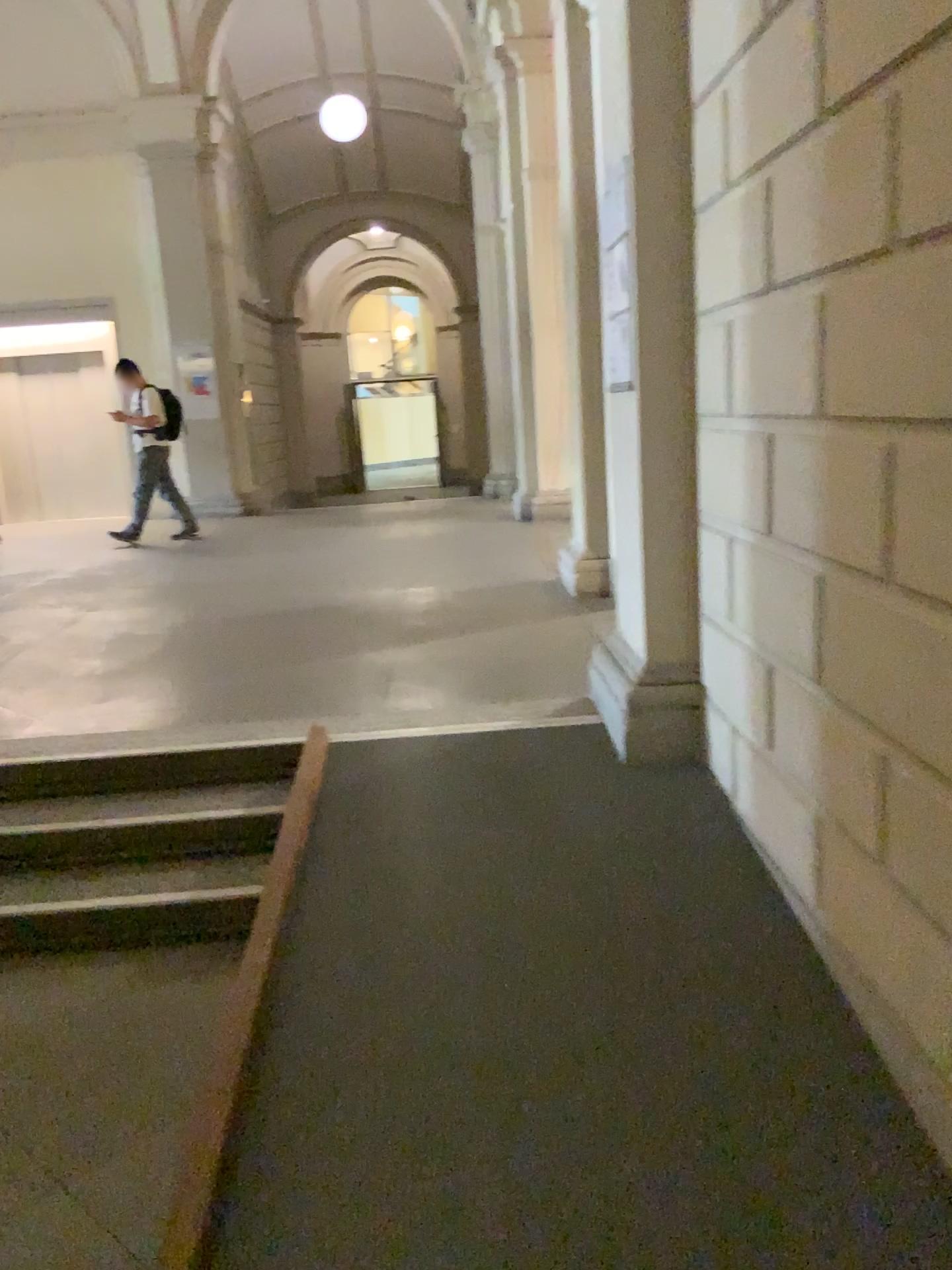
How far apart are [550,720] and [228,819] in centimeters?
118cm

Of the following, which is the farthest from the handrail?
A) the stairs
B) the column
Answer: the column

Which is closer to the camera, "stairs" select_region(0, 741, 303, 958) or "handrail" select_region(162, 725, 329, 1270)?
"handrail" select_region(162, 725, 329, 1270)

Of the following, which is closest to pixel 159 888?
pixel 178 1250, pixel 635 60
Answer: pixel 178 1250

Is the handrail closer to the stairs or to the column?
the stairs

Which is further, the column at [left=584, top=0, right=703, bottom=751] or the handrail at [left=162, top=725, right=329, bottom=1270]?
the column at [left=584, top=0, right=703, bottom=751]

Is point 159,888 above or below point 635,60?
below

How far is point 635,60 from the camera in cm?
310

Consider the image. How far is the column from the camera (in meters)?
3.10
